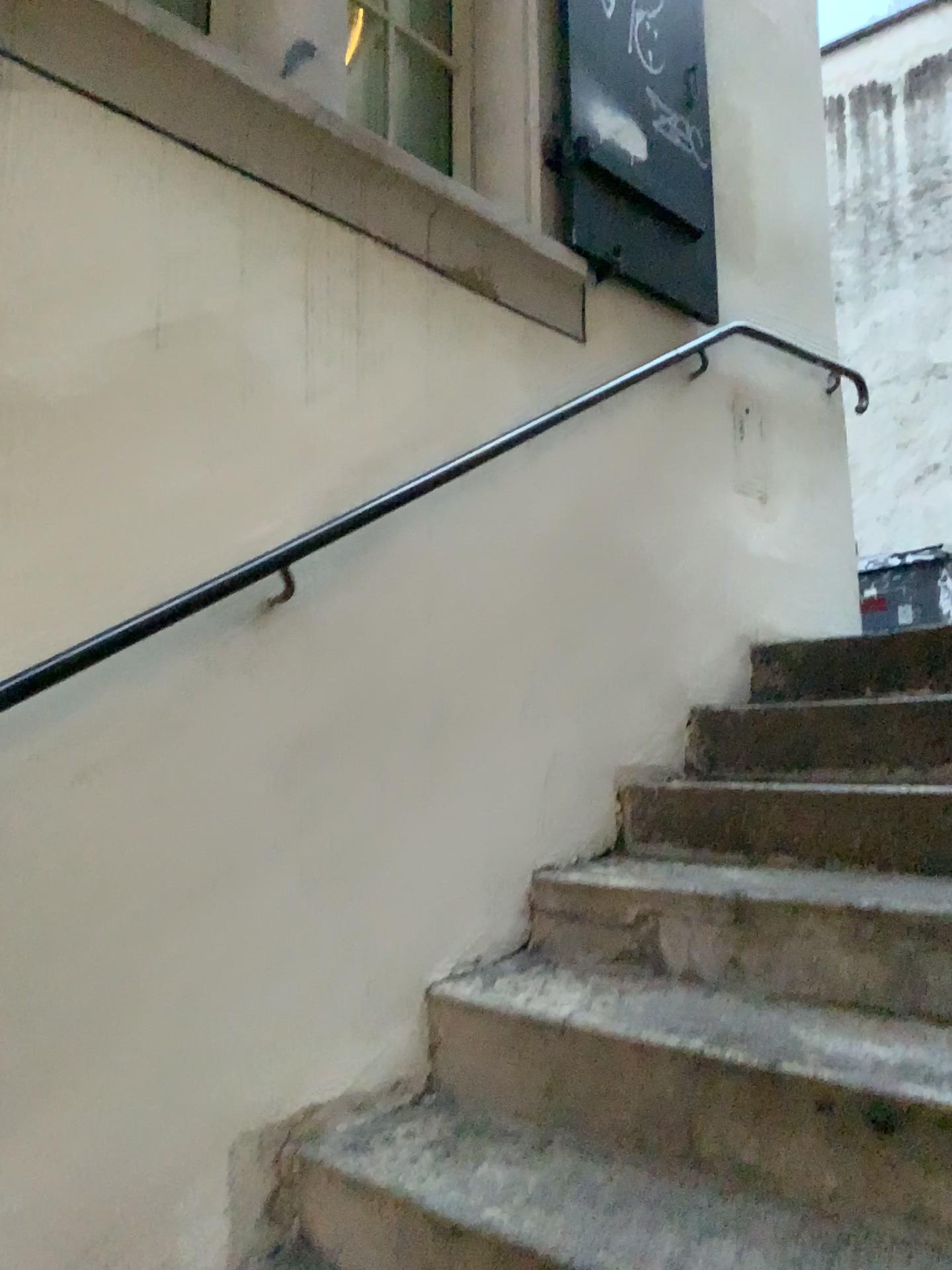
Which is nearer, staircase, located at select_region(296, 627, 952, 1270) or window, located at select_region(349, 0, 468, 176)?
staircase, located at select_region(296, 627, 952, 1270)

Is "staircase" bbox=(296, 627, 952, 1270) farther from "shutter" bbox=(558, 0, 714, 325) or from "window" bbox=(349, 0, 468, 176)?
"window" bbox=(349, 0, 468, 176)

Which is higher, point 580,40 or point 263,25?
point 580,40

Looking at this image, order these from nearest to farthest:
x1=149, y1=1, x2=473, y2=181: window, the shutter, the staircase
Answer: the staircase → x1=149, y1=1, x2=473, y2=181: window → the shutter

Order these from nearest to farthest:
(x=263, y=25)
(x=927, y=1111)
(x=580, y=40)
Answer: (x=927, y=1111)
(x=263, y=25)
(x=580, y=40)

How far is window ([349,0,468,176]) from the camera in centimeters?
232cm

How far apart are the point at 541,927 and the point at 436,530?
0.8m

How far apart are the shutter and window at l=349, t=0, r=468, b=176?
0.3m

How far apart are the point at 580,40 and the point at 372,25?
0.5m

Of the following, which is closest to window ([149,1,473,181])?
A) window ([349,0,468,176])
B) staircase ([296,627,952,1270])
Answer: window ([349,0,468,176])
